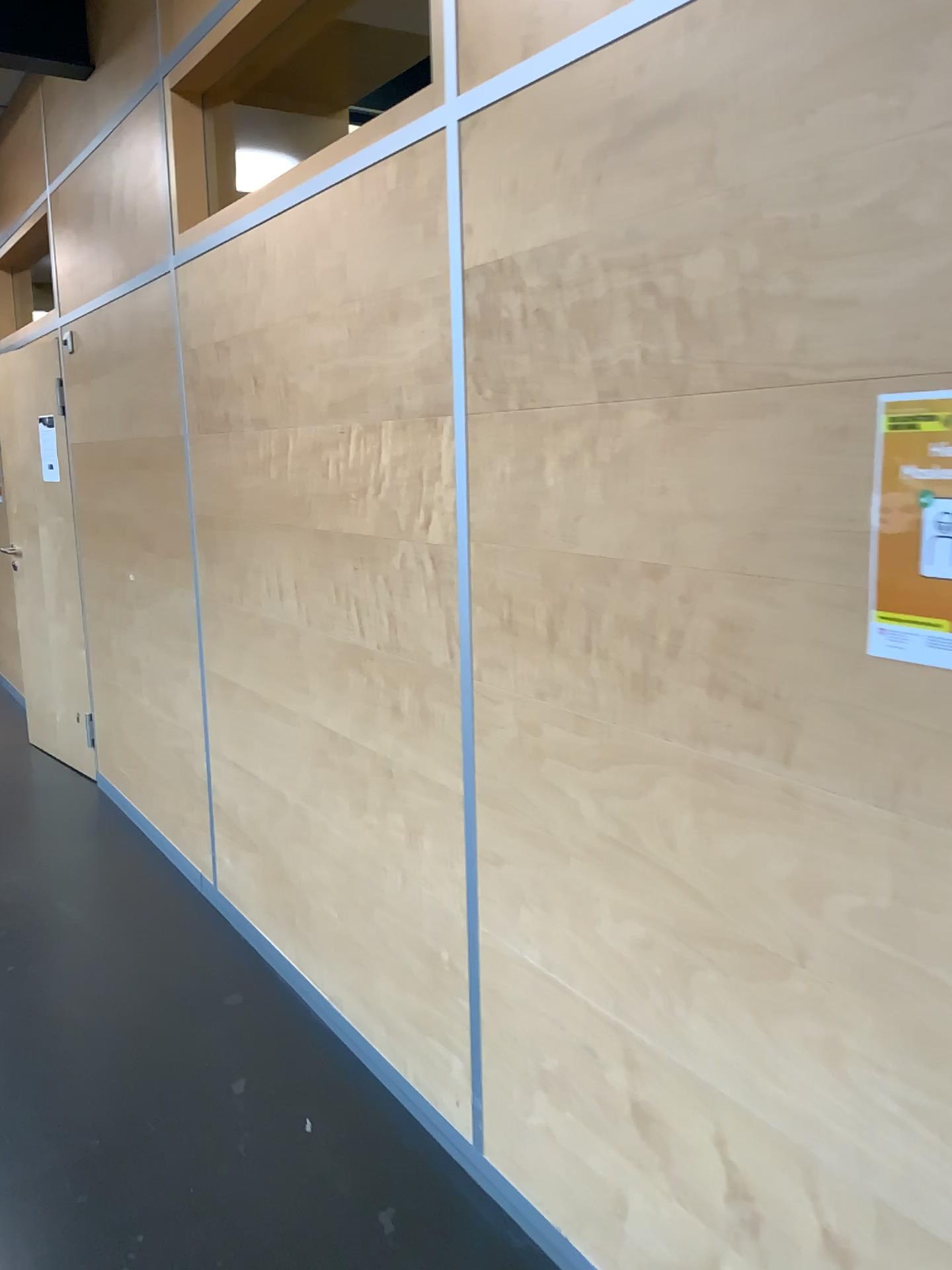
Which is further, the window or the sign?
the window

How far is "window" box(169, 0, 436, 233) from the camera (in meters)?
2.80

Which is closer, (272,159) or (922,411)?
(922,411)

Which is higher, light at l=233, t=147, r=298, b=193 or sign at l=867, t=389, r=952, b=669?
light at l=233, t=147, r=298, b=193

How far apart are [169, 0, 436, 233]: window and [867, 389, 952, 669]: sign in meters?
2.2 m

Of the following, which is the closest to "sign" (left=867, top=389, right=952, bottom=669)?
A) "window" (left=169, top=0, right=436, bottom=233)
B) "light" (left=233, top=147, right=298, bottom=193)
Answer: "window" (left=169, top=0, right=436, bottom=233)

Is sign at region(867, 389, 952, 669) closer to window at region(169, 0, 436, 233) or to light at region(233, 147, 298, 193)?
window at region(169, 0, 436, 233)

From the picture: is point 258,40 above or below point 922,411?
above

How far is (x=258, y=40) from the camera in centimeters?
280cm

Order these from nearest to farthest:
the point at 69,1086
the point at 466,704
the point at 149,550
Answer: the point at 466,704 → the point at 69,1086 → the point at 149,550
